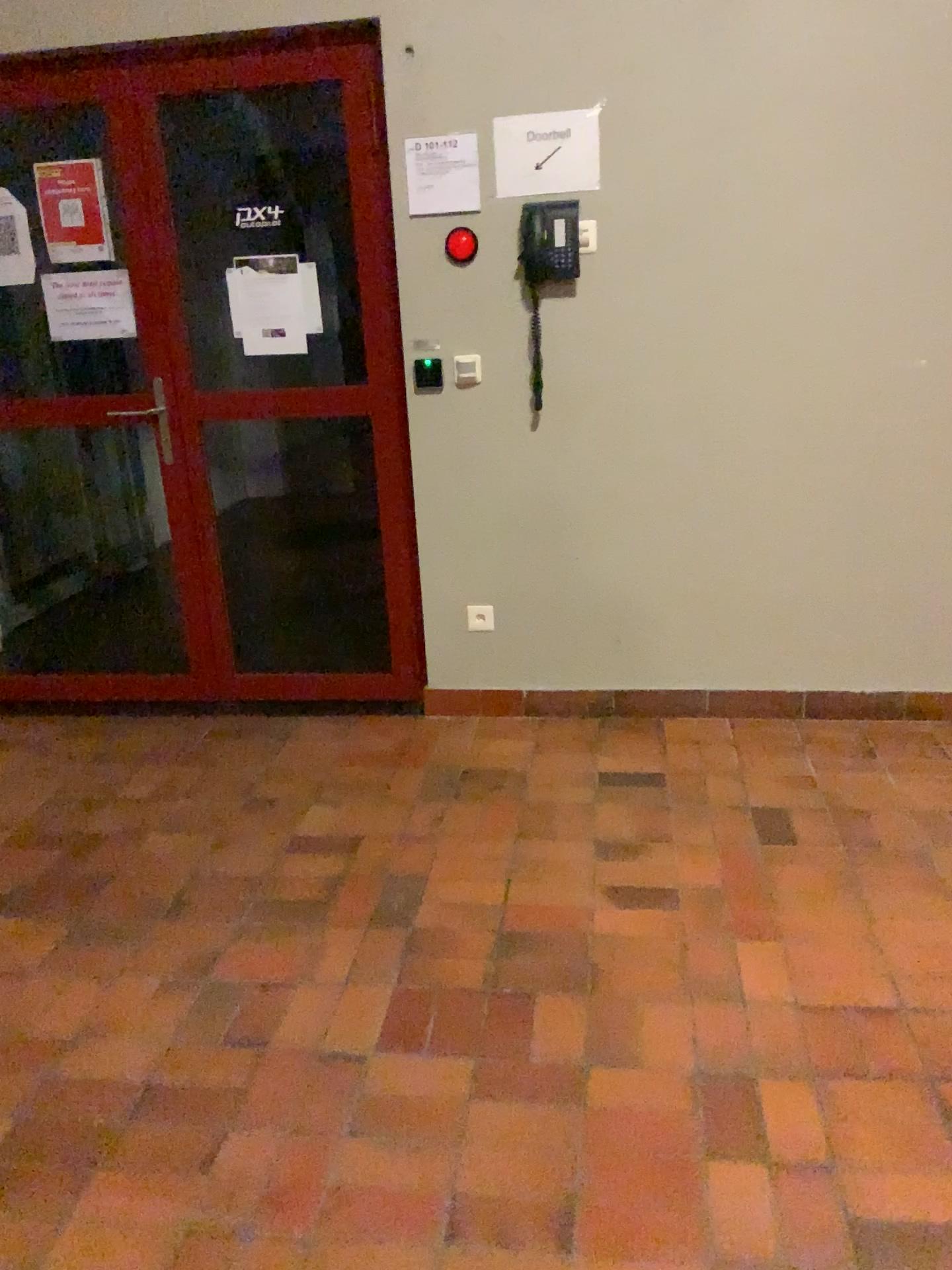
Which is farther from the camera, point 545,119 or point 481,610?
point 481,610

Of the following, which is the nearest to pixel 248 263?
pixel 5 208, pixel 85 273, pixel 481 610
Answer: pixel 85 273

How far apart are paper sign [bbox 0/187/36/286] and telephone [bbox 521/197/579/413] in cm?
163

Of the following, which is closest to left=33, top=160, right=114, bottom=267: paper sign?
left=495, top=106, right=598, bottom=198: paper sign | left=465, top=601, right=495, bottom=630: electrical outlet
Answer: left=495, top=106, right=598, bottom=198: paper sign

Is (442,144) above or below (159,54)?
below

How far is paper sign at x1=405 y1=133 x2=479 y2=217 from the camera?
3.02m

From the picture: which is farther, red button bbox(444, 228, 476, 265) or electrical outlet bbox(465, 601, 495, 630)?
electrical outlet bbox(465, 601, 495, 630)

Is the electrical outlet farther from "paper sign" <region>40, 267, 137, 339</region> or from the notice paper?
"paper sign" <region>40, 267, 137, 339</region>

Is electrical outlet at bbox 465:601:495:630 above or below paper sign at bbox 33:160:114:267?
below

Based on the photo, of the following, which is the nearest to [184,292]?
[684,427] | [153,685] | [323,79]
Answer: [323,79]
